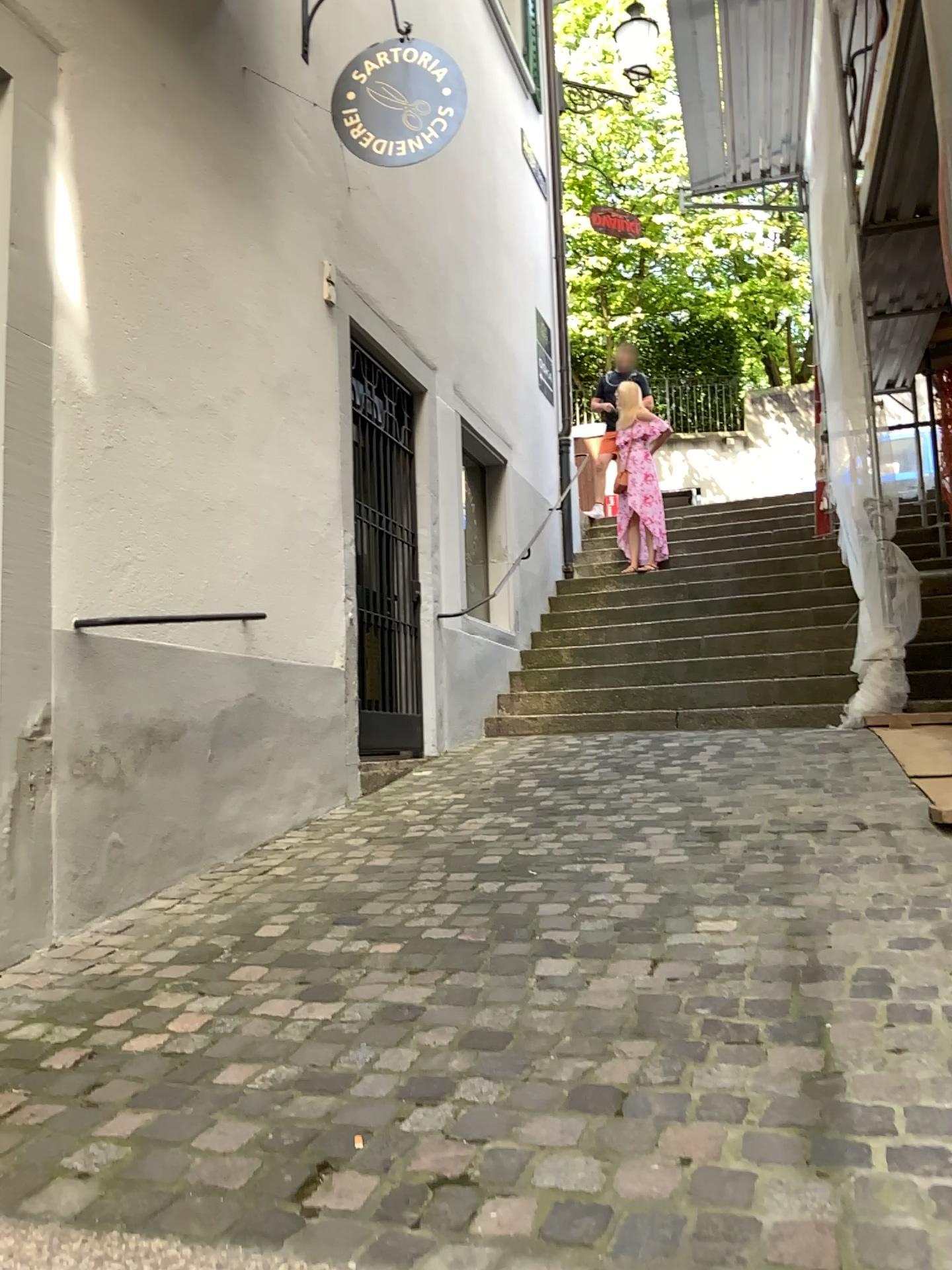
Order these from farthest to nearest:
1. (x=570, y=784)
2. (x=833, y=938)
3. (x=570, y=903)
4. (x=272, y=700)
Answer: (x=570, y=784)
(x=272, y=700)
(x=570, y=903)
(x=833, y=938)
